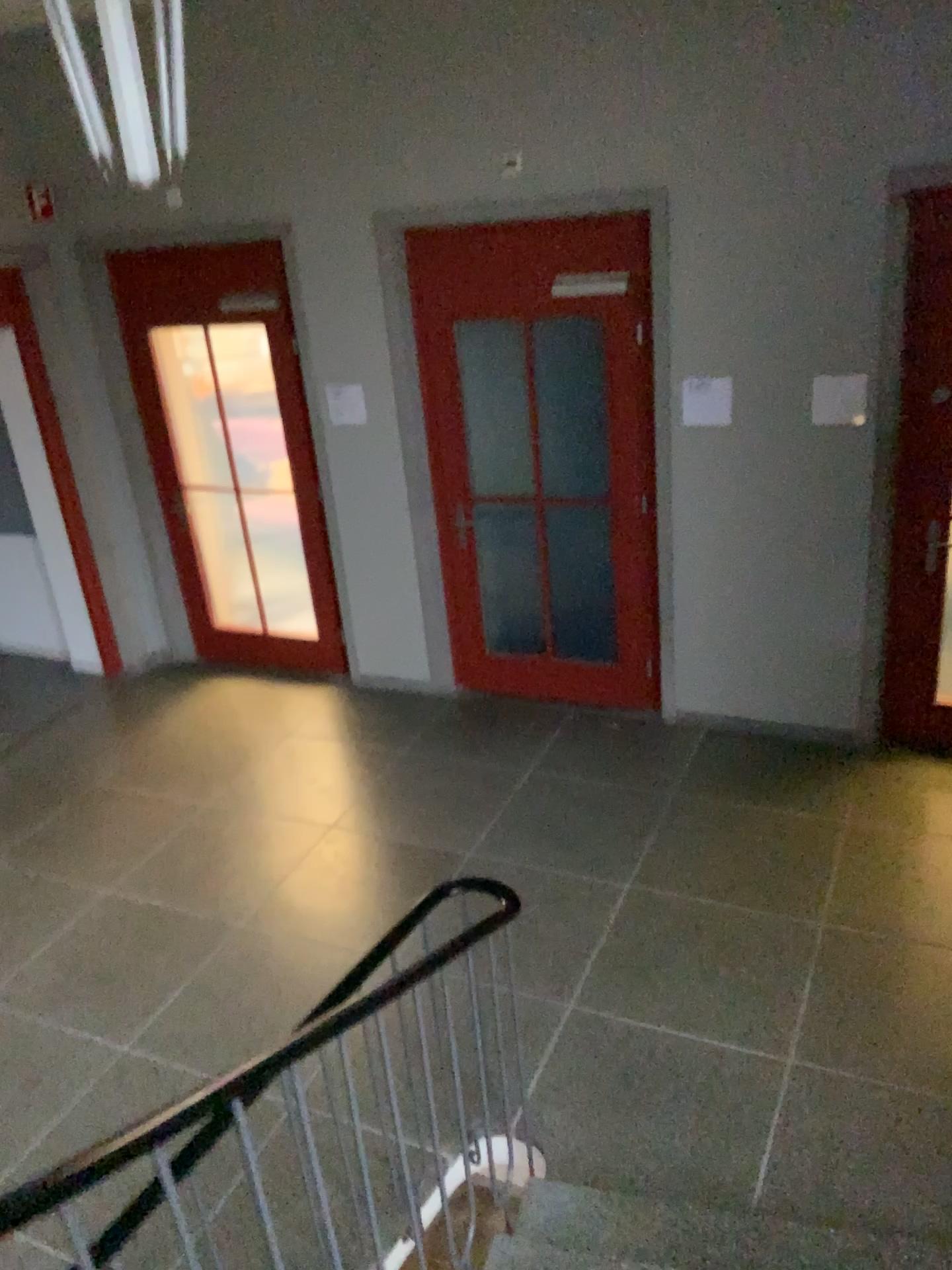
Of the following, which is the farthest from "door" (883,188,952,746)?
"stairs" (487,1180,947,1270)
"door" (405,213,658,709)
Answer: "stairs" (487,1180,947,1270)

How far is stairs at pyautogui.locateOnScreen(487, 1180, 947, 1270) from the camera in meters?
2.6 m

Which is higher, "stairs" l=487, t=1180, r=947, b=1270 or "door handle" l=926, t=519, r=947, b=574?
"door handle" l=926, t=519, r=947, b=574

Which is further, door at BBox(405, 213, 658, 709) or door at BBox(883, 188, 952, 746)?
door at BBox(405, 213, 658, 709)

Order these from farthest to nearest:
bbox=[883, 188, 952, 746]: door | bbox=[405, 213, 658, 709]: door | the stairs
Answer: bbox=[405, 213, 658, 709]: door → bbox=[883, 188, 952, 746]: door → the stairs

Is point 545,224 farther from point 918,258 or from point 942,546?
point 942,546

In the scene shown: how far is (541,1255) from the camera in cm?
258

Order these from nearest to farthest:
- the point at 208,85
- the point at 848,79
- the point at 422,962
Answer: the point at 422,962
the point at 848,79
the point at 208,85

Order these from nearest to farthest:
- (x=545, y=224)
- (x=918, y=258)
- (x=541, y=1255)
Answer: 1. (x=541, y=1255)
2. (x=918, y=258)
3. (x=545, y=224)

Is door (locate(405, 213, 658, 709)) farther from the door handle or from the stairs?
the stairs
